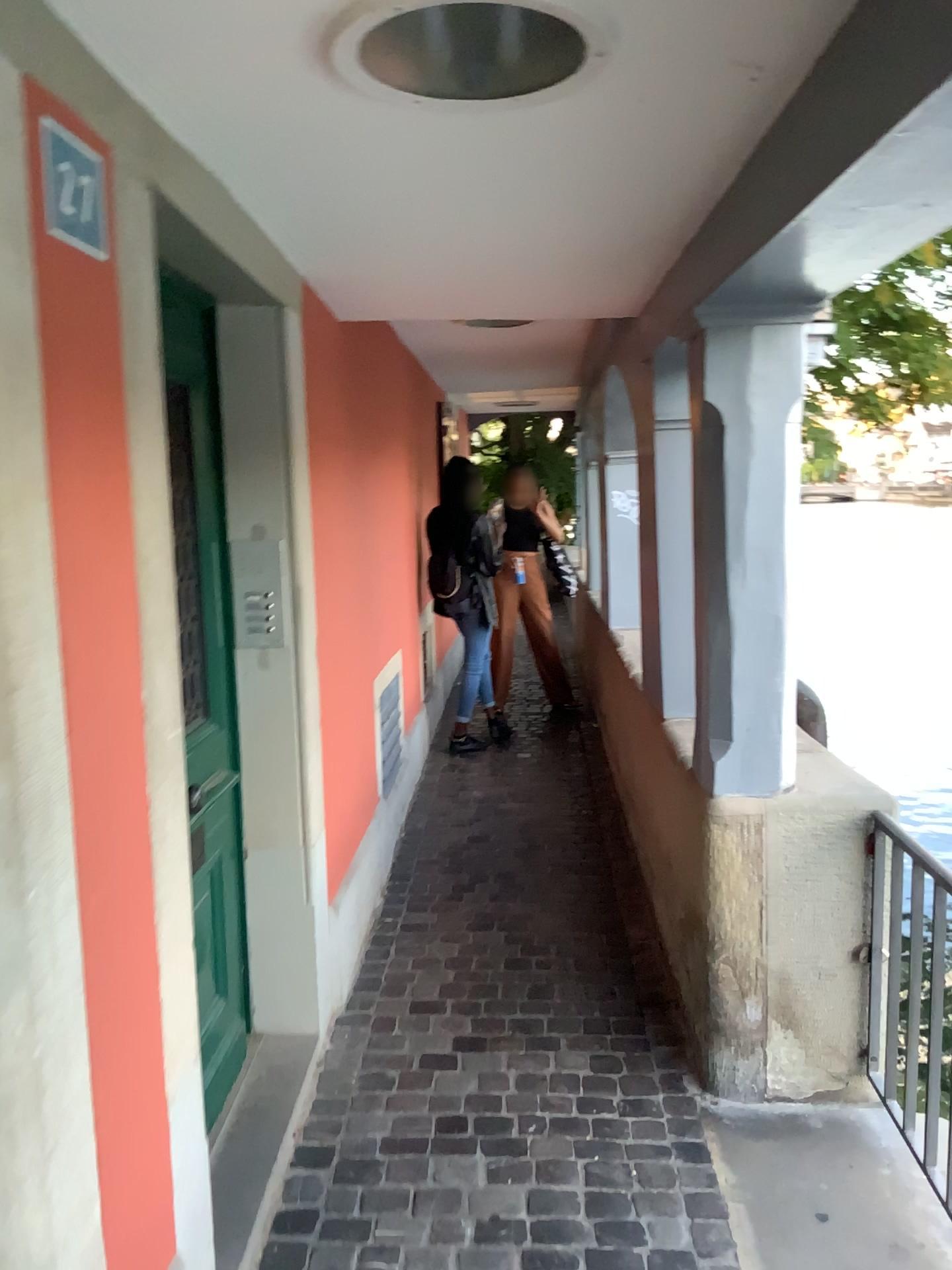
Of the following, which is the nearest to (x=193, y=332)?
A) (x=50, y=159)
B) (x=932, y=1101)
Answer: (x=50, y=159)

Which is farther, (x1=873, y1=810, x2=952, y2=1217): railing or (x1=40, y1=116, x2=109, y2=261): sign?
(x1=873, y1=810, x2=952, y2=1217): railing

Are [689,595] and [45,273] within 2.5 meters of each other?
yes

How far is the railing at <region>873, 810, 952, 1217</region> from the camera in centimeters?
229cm

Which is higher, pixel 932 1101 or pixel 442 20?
pixel 442 20

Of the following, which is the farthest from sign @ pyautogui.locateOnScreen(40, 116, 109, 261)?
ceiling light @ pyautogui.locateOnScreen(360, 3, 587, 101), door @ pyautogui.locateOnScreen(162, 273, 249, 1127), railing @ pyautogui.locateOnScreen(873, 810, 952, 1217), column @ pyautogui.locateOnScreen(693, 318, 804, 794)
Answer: railing @ pyautogui.locateOnScreen(873, 810, 952, 1217)

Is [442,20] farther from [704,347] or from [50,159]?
[704,347]

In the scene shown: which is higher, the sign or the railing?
the sign

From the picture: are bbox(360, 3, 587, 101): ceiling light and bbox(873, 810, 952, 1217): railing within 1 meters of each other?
no

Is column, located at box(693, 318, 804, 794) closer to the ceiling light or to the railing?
the railing
